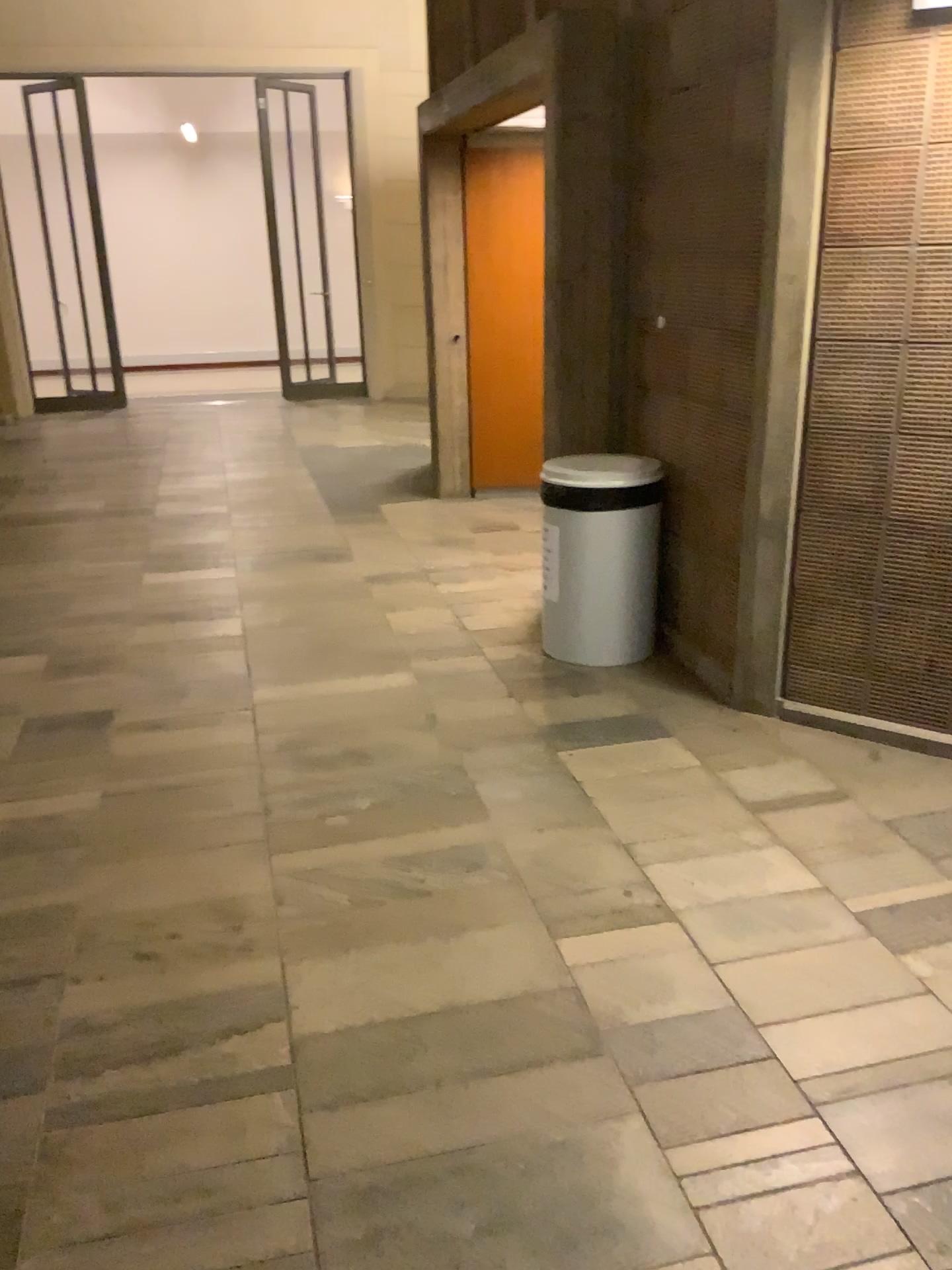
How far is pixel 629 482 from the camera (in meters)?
3.82

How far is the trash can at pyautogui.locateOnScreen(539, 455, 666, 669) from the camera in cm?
382

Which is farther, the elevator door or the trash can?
the trash can

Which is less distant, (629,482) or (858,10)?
(858,10)

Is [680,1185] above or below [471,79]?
below

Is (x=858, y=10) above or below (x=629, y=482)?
above
